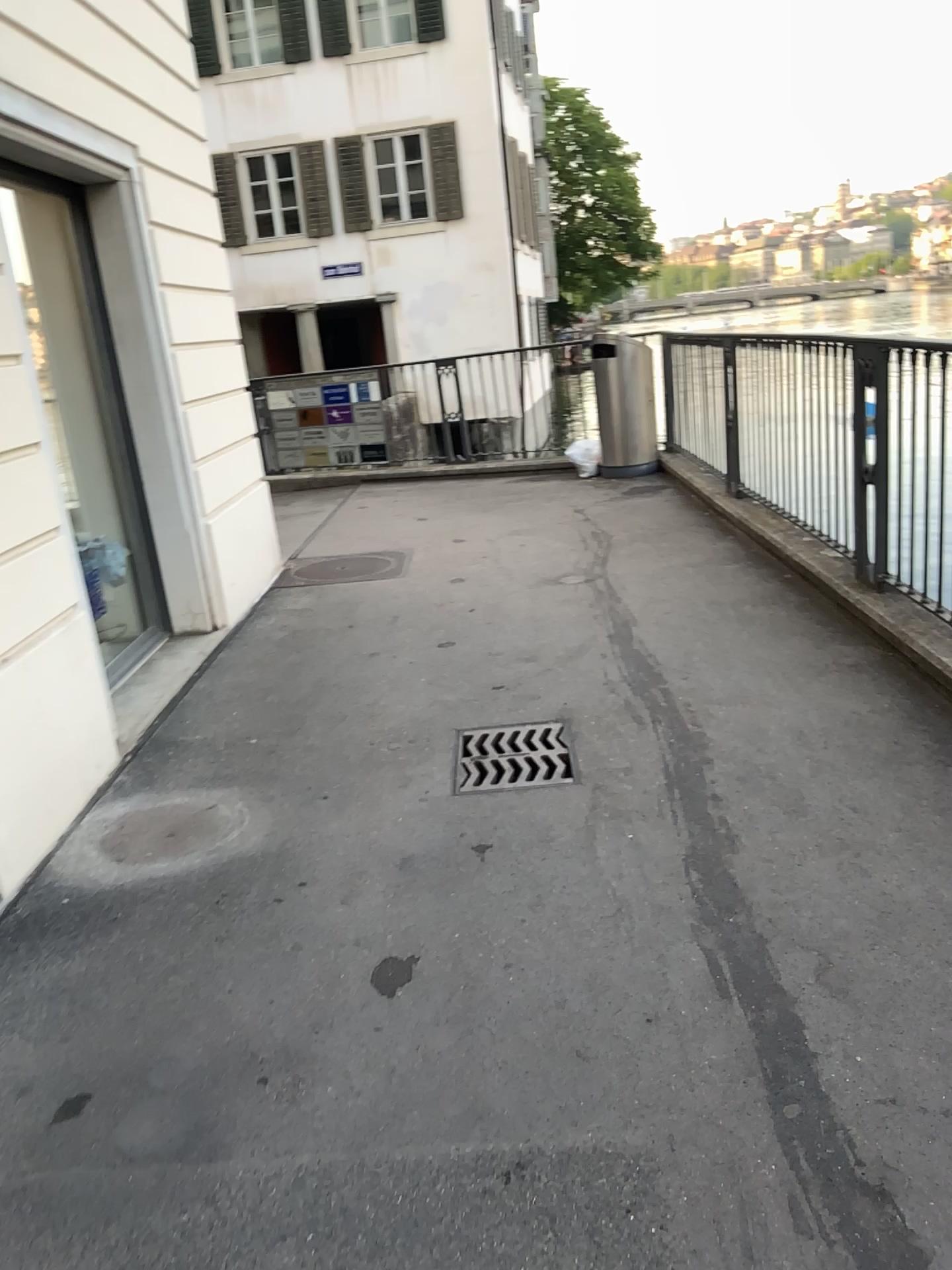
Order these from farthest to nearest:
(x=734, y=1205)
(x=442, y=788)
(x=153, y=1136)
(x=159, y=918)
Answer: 1. (x=442, y=788)
2. (x=159, y=918)
3. (x=153, y=1136)
4. (x=734, y=1205)
